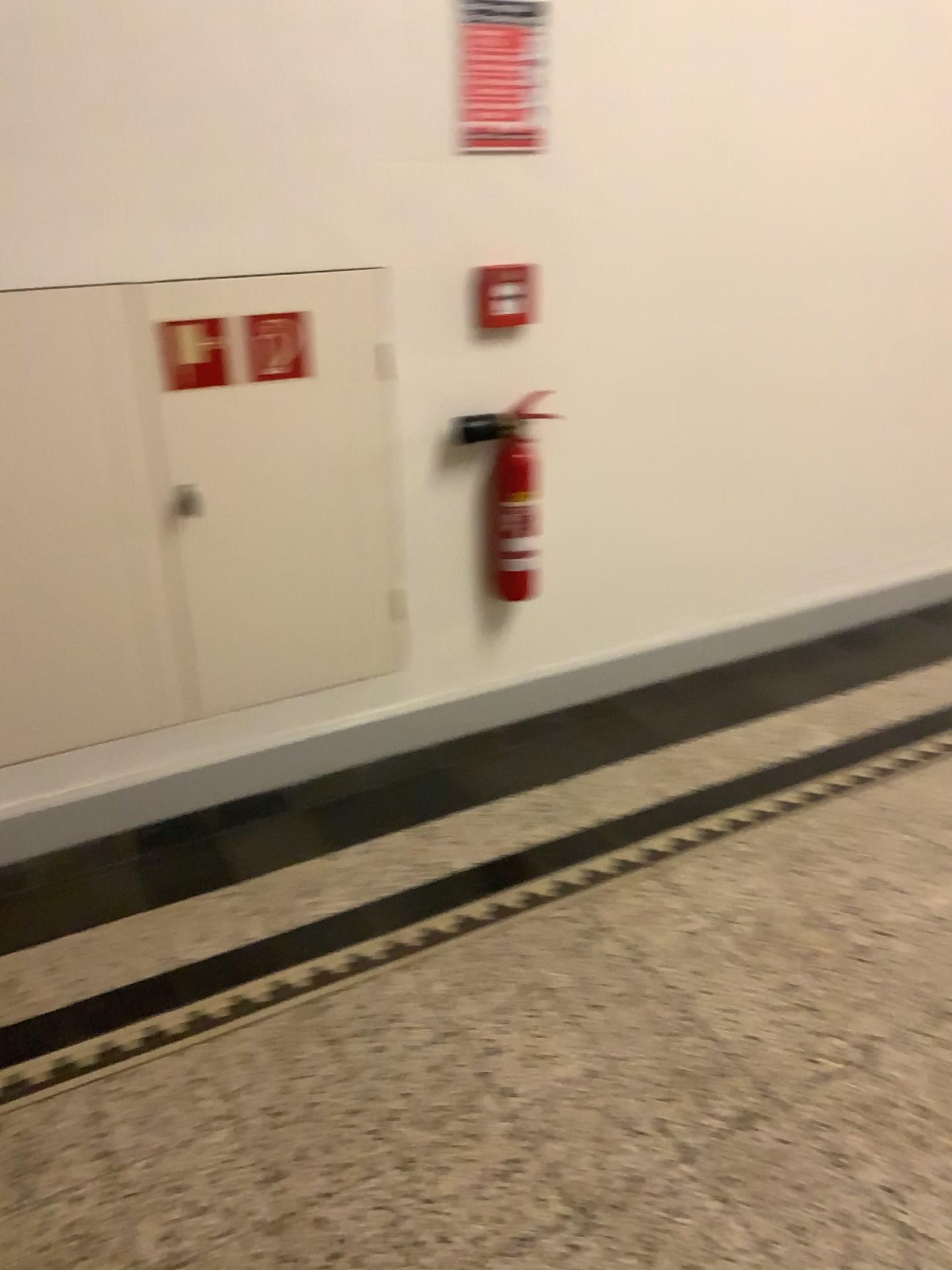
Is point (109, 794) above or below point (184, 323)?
below

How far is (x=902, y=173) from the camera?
2.74m

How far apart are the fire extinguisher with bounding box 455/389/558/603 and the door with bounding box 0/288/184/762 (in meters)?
0.73

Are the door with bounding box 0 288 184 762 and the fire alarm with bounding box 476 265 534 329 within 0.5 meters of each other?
no

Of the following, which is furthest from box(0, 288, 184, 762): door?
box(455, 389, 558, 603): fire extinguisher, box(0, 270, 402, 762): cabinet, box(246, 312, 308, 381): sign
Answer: box(455, 389, 558, 603): fire extinguisher

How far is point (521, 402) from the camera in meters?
2.5 m

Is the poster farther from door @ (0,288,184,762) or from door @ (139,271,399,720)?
door @ (0,288,184,762)

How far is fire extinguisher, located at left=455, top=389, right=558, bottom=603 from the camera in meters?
2.5

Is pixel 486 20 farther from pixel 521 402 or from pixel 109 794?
pixel 109 794

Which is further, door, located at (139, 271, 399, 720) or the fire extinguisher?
the fire extinguisher
